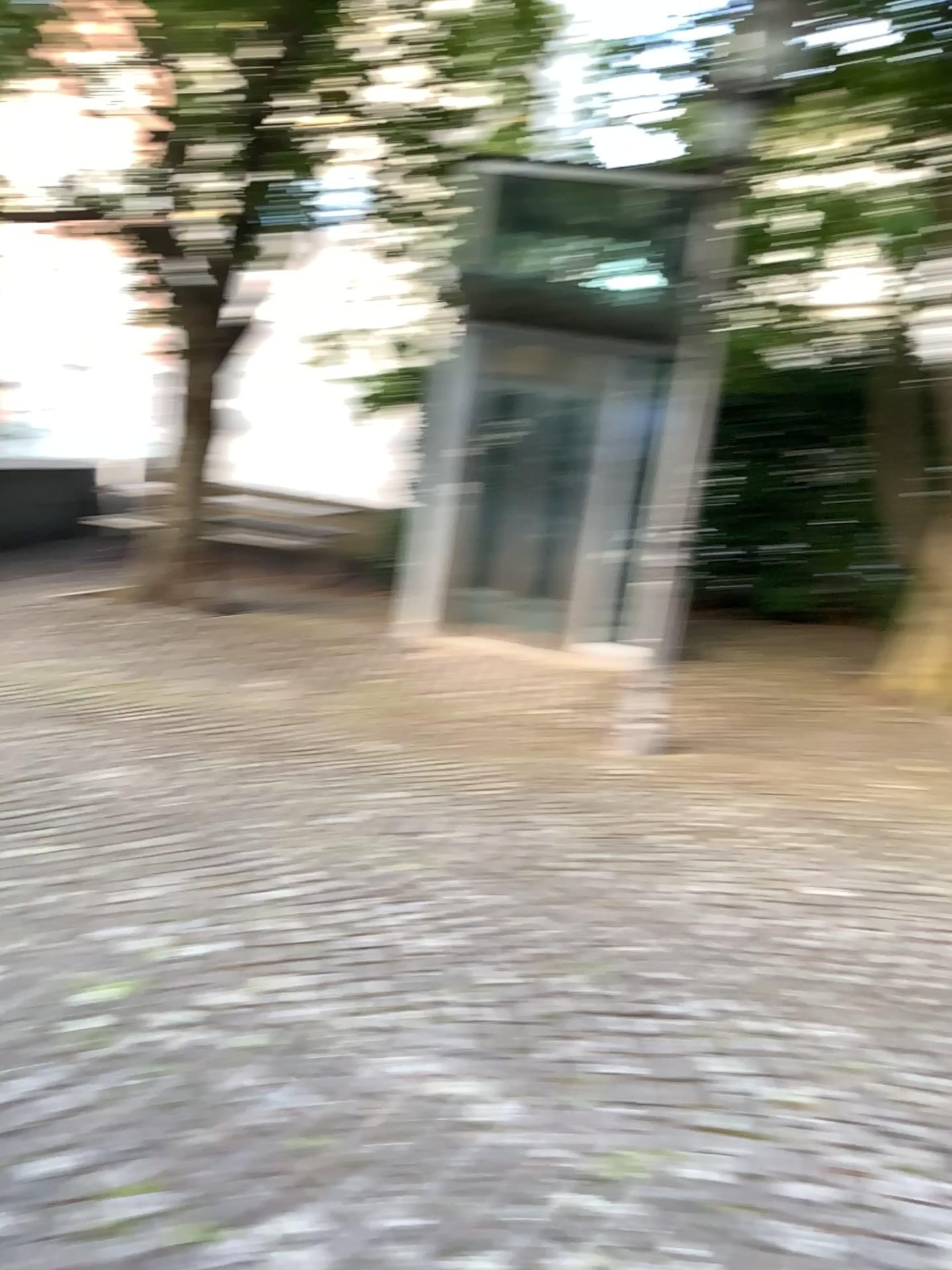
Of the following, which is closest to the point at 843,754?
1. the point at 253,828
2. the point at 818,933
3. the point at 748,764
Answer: the point at 748,764
